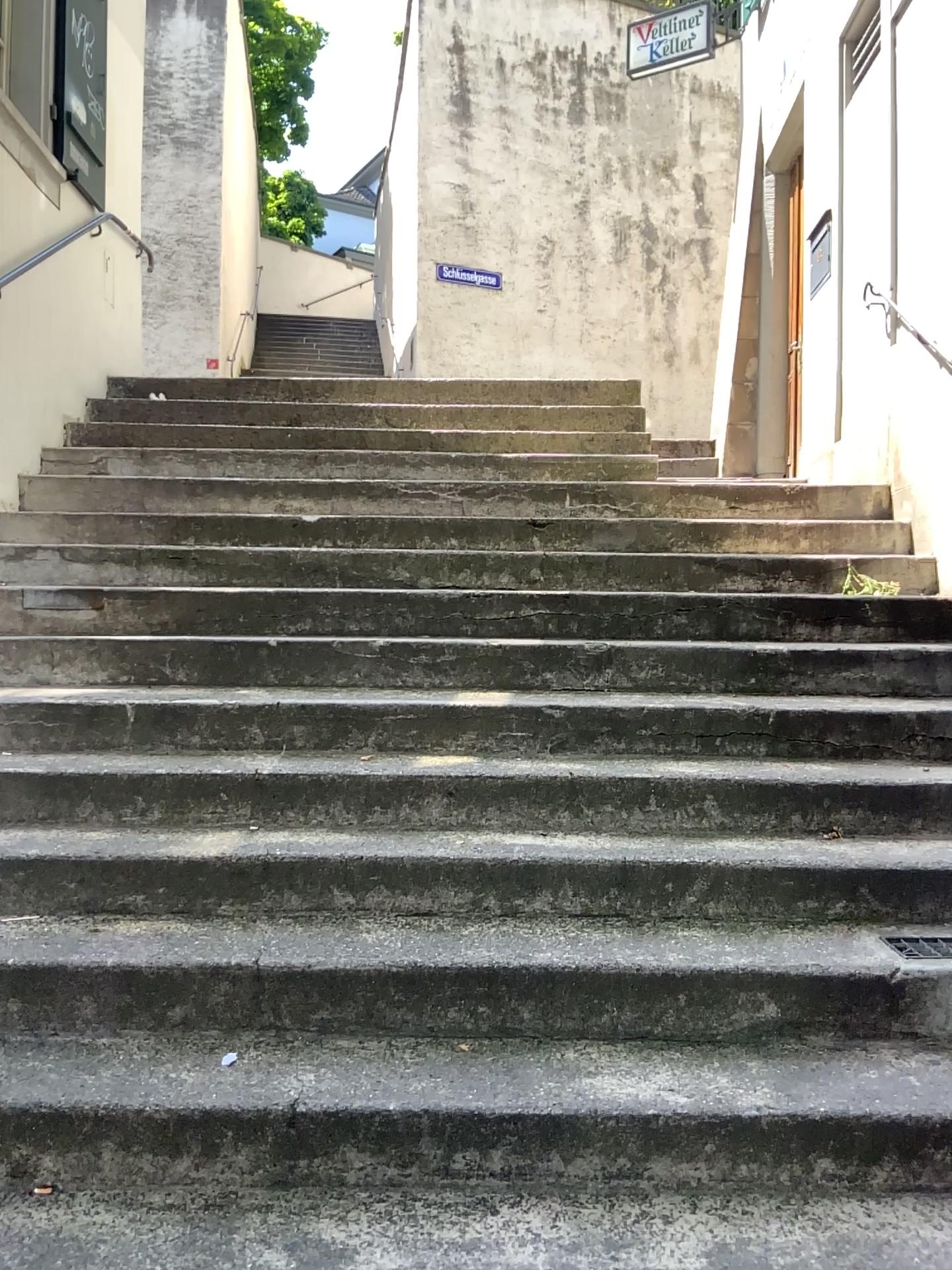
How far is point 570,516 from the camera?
4.54m
